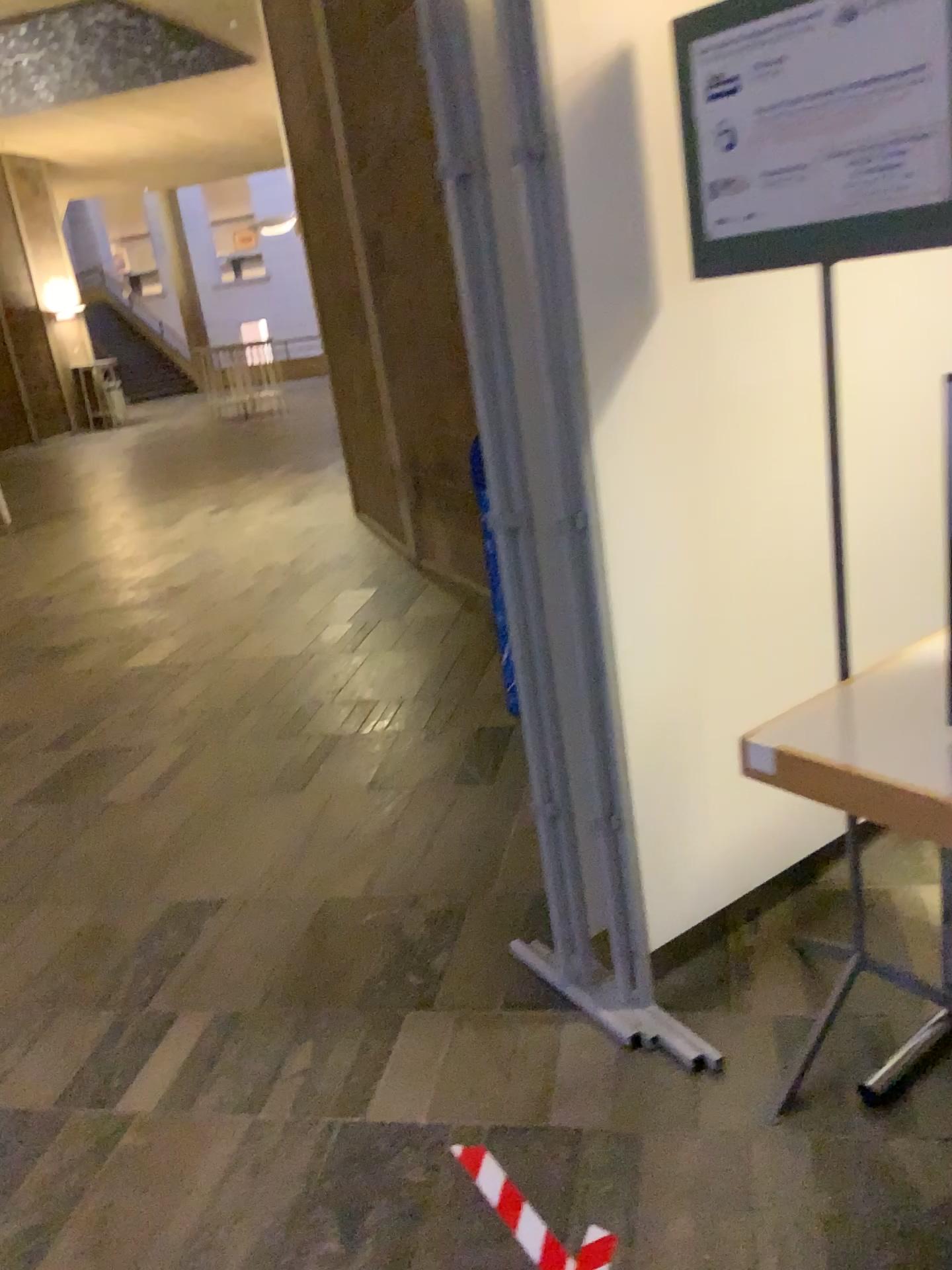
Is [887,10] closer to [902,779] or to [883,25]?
[883,25]

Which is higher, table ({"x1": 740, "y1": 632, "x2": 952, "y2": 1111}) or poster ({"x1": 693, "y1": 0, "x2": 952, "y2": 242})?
poster ({"x1": 693, "y1": 0, "x2": 952, "y2": 242})

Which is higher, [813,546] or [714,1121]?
[813,546]

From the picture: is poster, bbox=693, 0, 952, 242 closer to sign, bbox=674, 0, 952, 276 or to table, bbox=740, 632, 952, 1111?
sign, bbox=674, 0, 952, 276

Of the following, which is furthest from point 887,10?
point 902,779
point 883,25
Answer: point 902,779

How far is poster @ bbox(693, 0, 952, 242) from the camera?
1.4m

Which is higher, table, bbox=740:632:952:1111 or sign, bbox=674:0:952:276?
sign, bbox=674:0:952:276

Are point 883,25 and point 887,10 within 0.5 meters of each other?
yes

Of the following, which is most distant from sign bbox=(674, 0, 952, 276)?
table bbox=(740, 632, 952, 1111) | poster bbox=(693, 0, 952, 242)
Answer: table bbox=(740, 632, 952, 1111)

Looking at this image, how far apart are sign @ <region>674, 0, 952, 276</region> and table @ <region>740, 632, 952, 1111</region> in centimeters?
69cm
